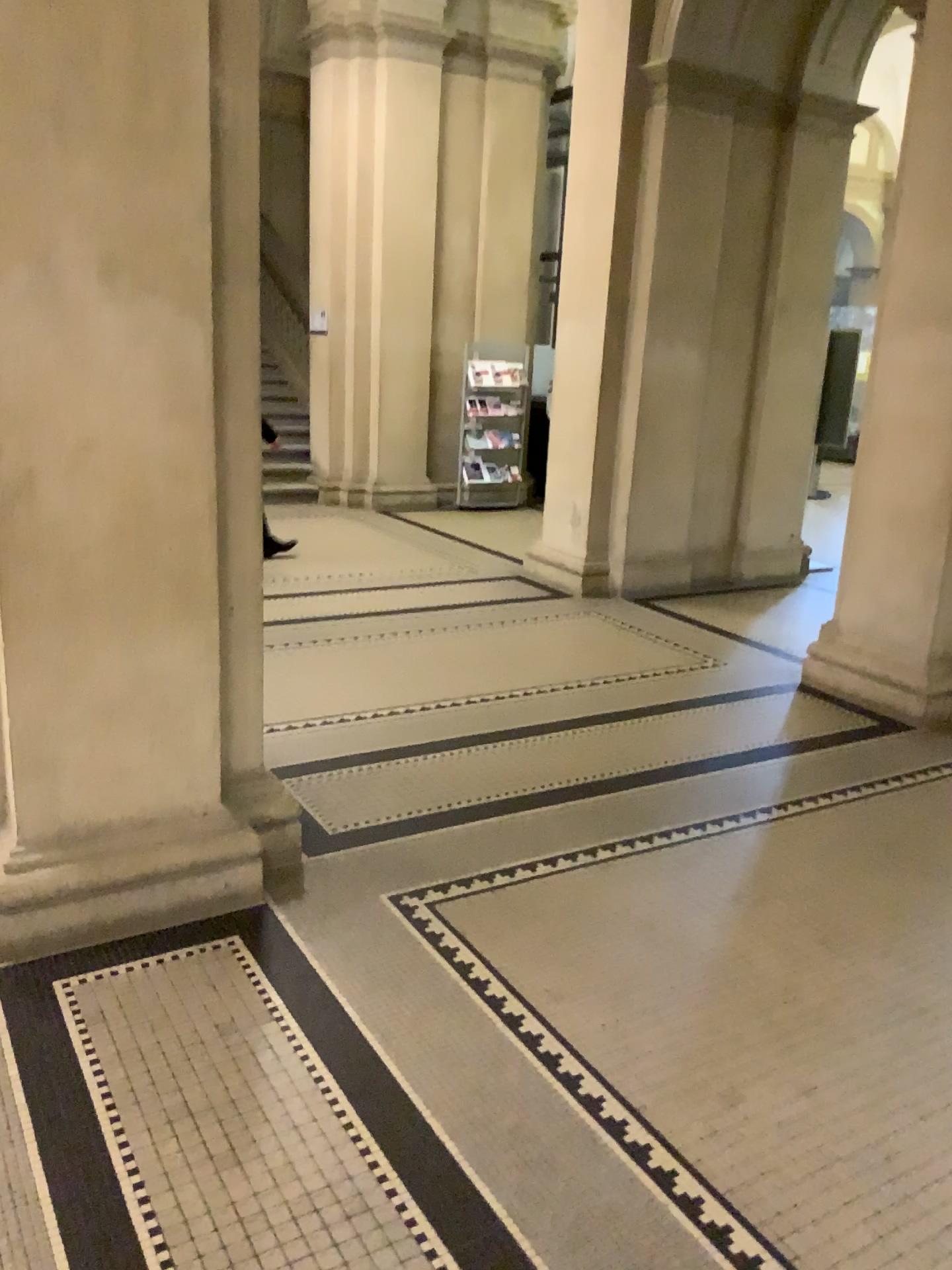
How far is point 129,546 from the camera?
2.68m

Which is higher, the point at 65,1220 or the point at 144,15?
the point at 144,15
